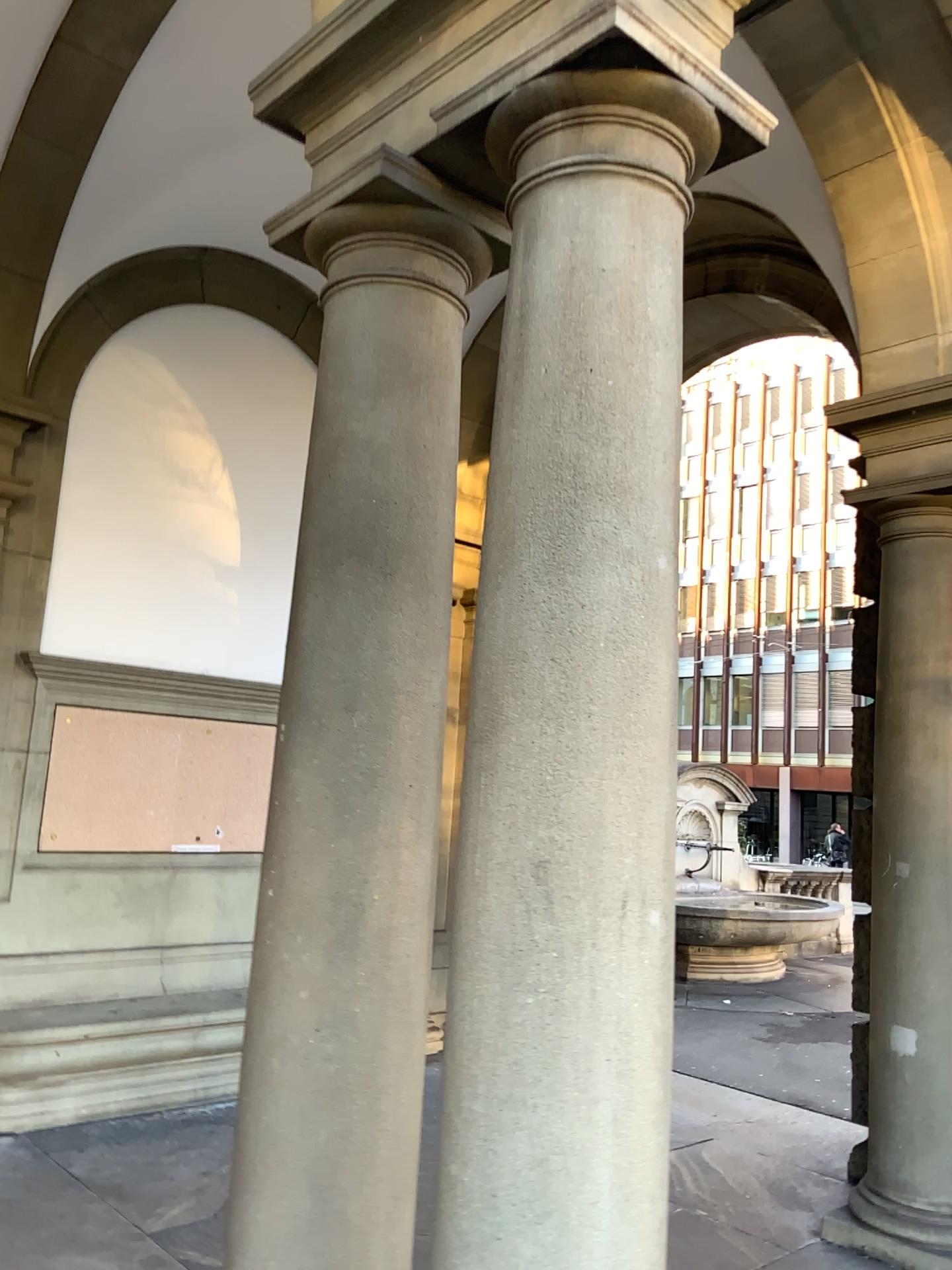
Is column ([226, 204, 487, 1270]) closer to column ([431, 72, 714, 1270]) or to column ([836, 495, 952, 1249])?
column ([431, 72, 714, 1270])

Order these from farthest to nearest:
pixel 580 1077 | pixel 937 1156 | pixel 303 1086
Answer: pixel 937 1156, pixel 303 1086, pixel 580 1077

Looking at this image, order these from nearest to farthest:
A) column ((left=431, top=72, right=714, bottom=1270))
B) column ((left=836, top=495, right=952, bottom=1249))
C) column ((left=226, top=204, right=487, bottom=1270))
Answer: column ((left=431, top=72, right=714, bottom=1270))
column ((left=226, top=204, right=487, bottom=1270))
column ((left=836, top=495, right=952, bottom=1249))

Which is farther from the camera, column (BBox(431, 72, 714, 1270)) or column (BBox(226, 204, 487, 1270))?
column (BBox(226, 204, 487, 1270))

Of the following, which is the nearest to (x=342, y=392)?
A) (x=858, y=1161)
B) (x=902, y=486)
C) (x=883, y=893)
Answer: (x=902, y=486)

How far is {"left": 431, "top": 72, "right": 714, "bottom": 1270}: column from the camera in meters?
1.7

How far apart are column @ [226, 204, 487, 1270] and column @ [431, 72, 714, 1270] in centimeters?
33cm

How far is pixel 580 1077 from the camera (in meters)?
1.74

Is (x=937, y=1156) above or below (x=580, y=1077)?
below

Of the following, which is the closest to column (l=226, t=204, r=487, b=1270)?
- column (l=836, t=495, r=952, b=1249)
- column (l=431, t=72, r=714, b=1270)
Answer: column (l=431, t=72, r=714, b=1270)
